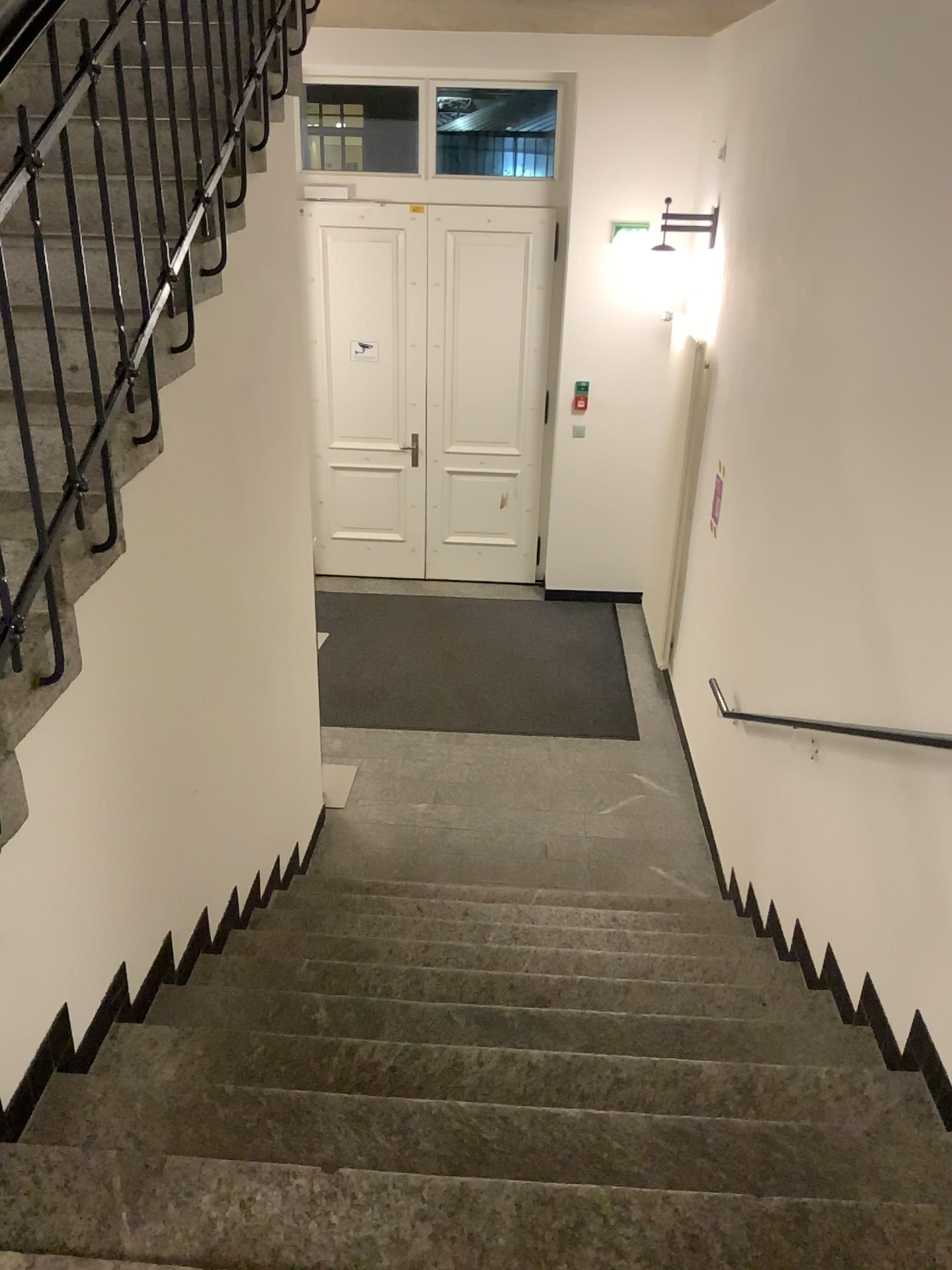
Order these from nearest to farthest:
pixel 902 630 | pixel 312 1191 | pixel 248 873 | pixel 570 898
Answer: pixel 312 1191 → pixel 902 630 → pixel 248 873 → pixel 570 898
